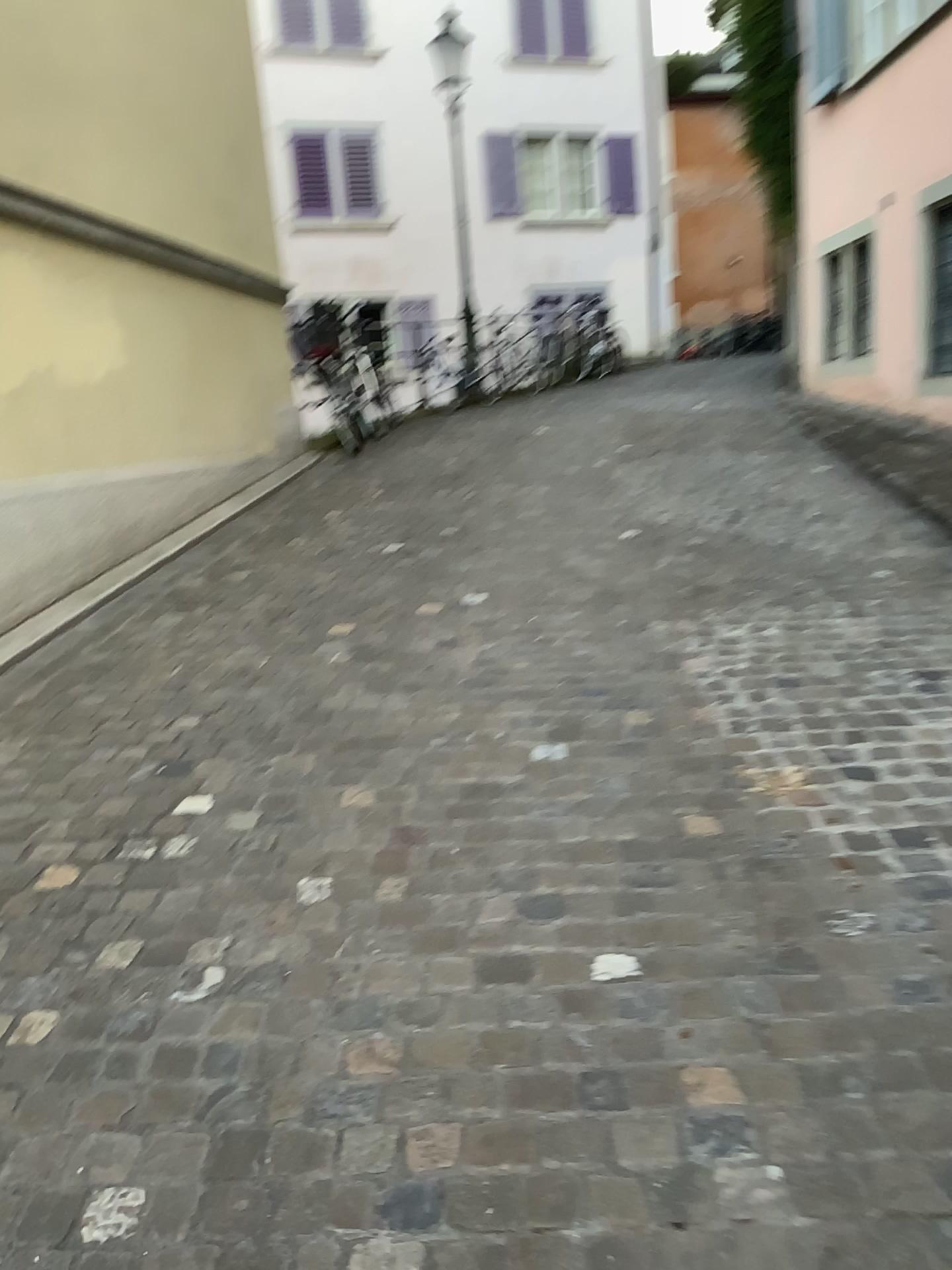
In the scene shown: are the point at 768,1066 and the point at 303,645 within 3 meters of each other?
yes
